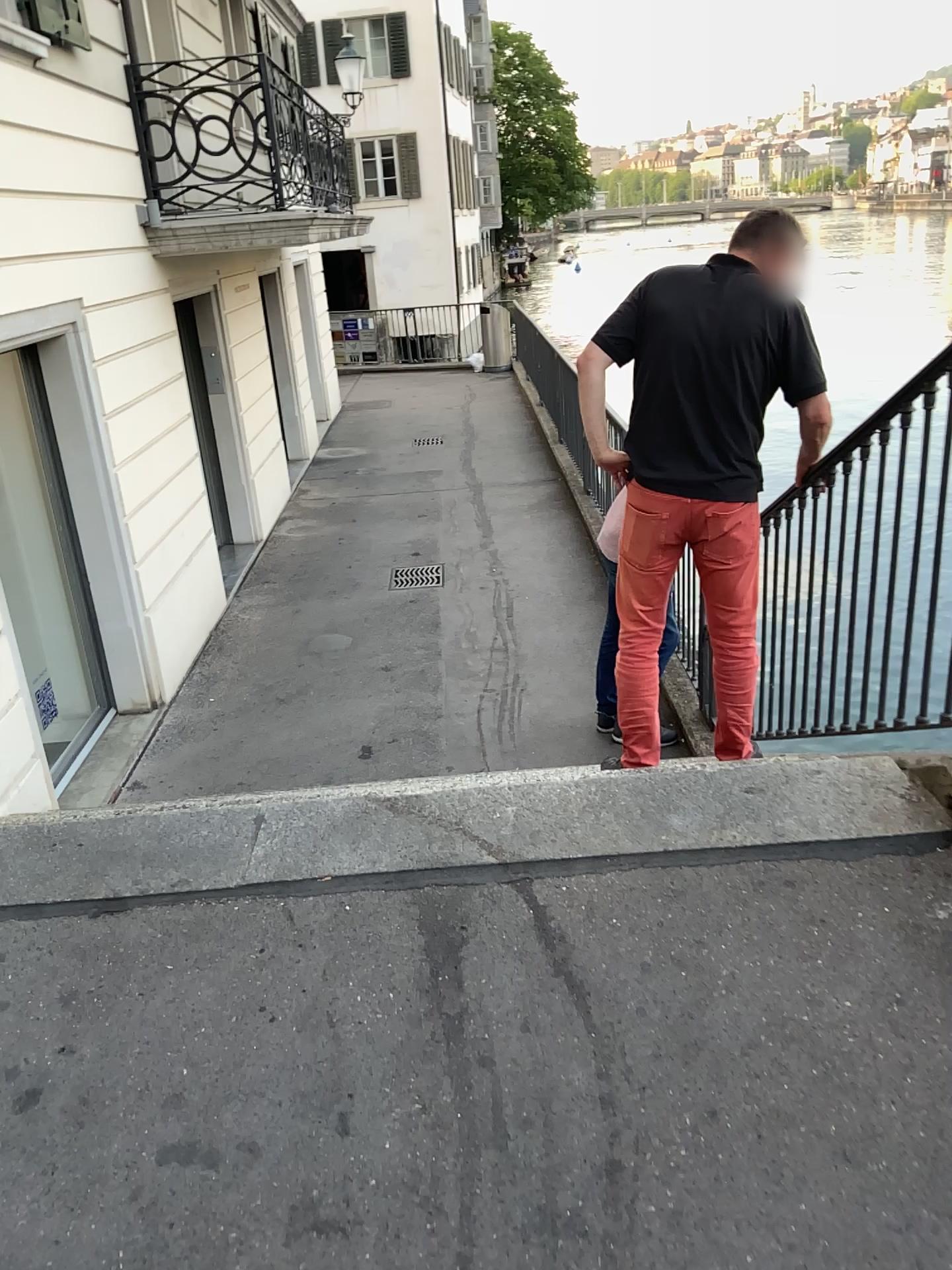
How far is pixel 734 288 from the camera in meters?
2.9 m

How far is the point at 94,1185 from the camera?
1.6m

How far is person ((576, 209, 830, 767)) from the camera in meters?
2.9 m
